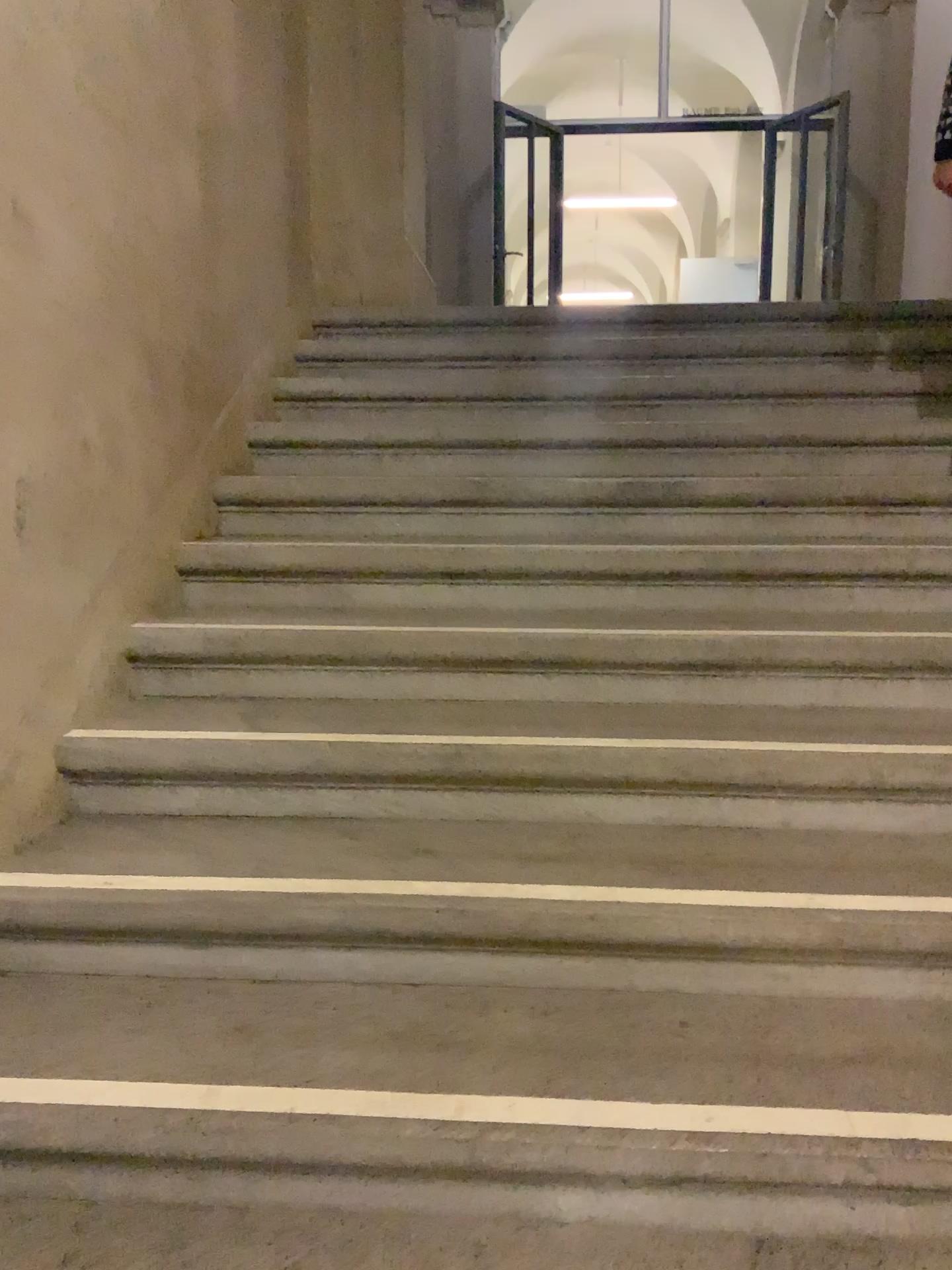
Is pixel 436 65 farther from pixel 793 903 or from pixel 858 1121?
pixel 858 1121

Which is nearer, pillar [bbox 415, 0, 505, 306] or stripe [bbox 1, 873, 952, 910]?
stripe [bbox 1, 873, 952, 910]

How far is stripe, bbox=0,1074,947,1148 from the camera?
1.3 meters

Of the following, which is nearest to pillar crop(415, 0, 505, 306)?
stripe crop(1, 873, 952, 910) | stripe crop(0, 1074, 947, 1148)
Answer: stripe crop(1, 873, 952, 910)

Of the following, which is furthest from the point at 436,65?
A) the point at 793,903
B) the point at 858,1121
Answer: the point at 858,1121

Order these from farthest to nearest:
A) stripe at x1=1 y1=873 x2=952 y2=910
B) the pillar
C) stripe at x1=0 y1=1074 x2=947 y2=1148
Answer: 1. the pillar
2. stripe at x1=1 y1=873 x2=952 y2=910
3. stripe at x1=0 y1=1074 x2=947 y2=1148

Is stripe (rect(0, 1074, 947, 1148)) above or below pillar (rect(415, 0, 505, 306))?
below

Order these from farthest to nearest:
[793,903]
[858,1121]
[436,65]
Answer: [436,65], [793,903], [858,1121]

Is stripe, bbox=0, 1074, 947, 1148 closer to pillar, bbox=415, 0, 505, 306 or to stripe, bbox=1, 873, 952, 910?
stripe, bbox=1, 873, 952, 910

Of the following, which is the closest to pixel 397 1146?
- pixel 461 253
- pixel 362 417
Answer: pixel 362 417
